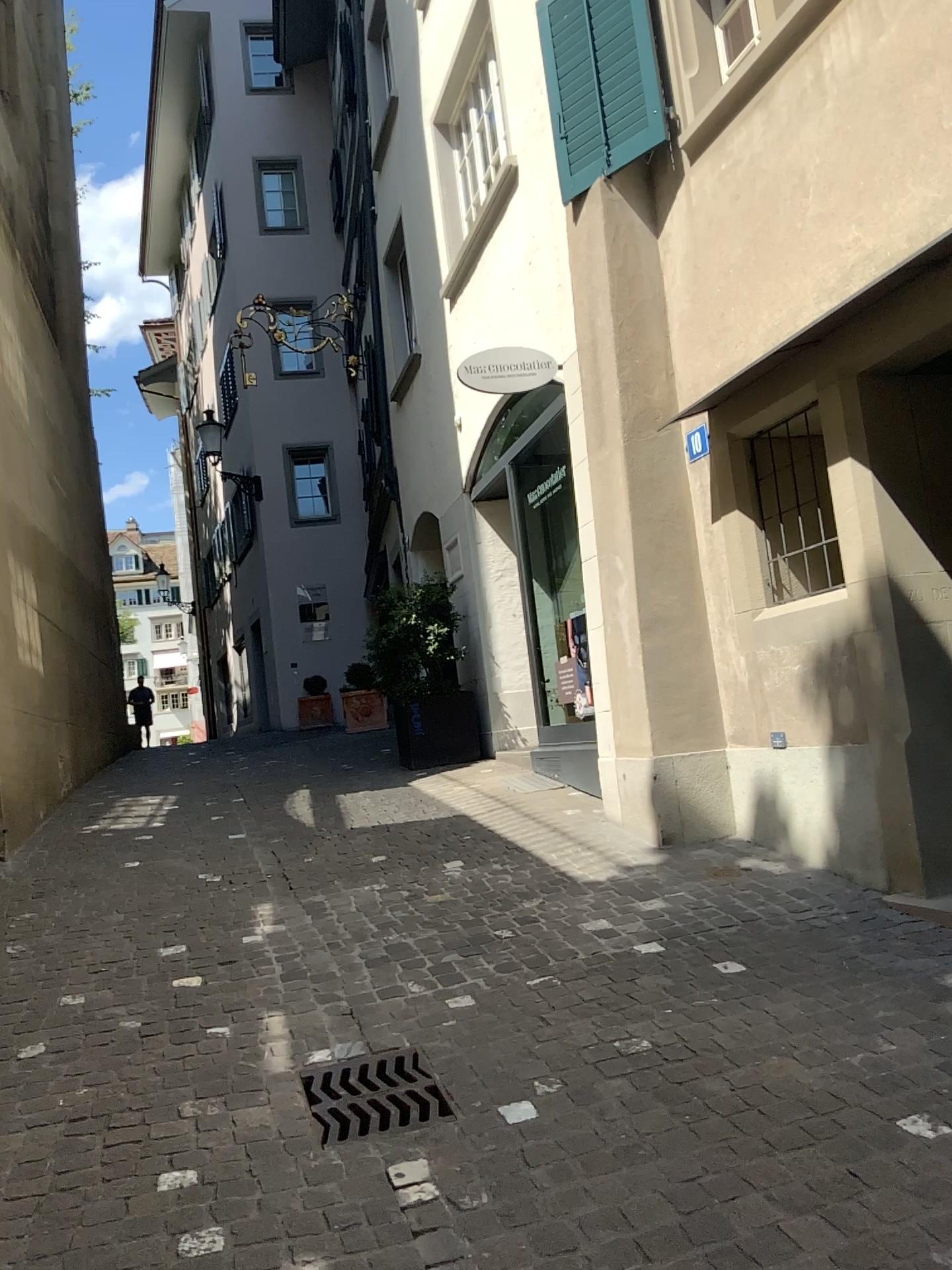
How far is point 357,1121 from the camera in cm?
285

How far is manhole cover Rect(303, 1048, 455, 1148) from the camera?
2.85m

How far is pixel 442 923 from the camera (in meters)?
4.45
